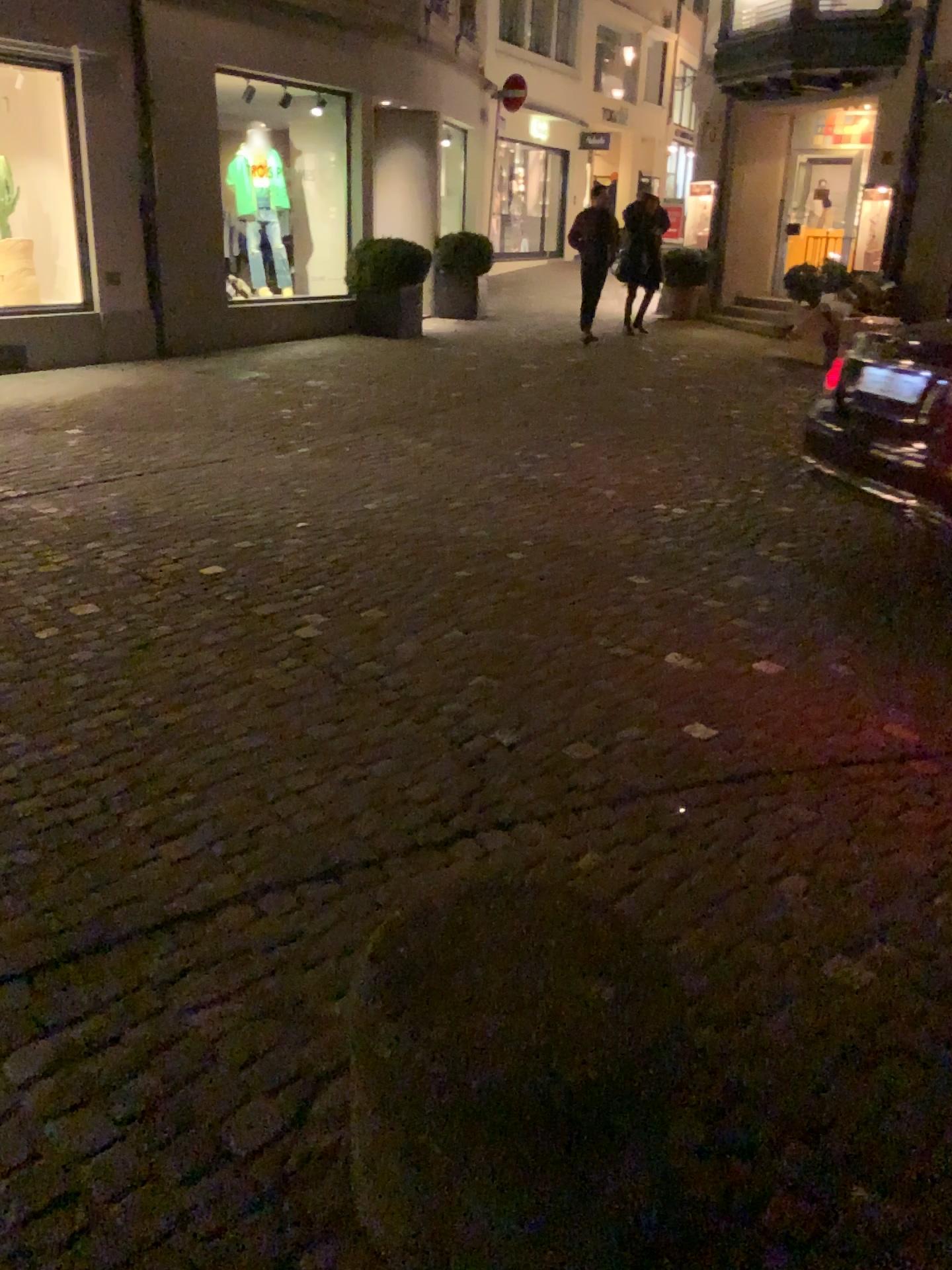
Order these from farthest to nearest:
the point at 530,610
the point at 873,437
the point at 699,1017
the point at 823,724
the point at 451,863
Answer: the point at 873,437, the point at 530,610, the point at 823,724, the point at 451,863, the point at 699,1017
